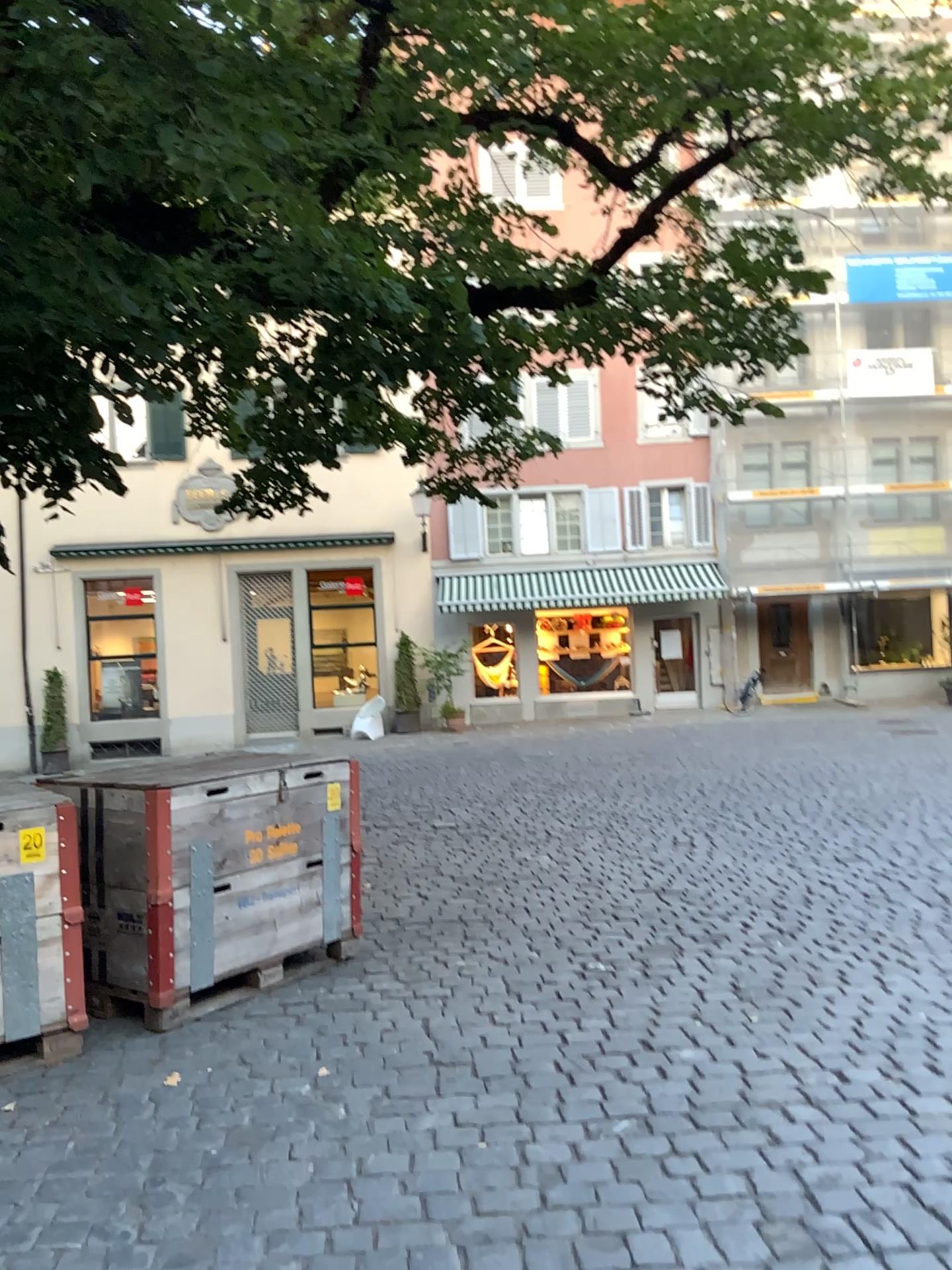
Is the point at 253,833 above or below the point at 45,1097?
above

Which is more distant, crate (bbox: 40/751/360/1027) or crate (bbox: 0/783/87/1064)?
crate (bbox: 40/751/360/1027)

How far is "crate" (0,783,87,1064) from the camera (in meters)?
3.75

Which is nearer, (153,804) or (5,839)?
Result: (5,839)

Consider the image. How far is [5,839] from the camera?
3.7 meters
